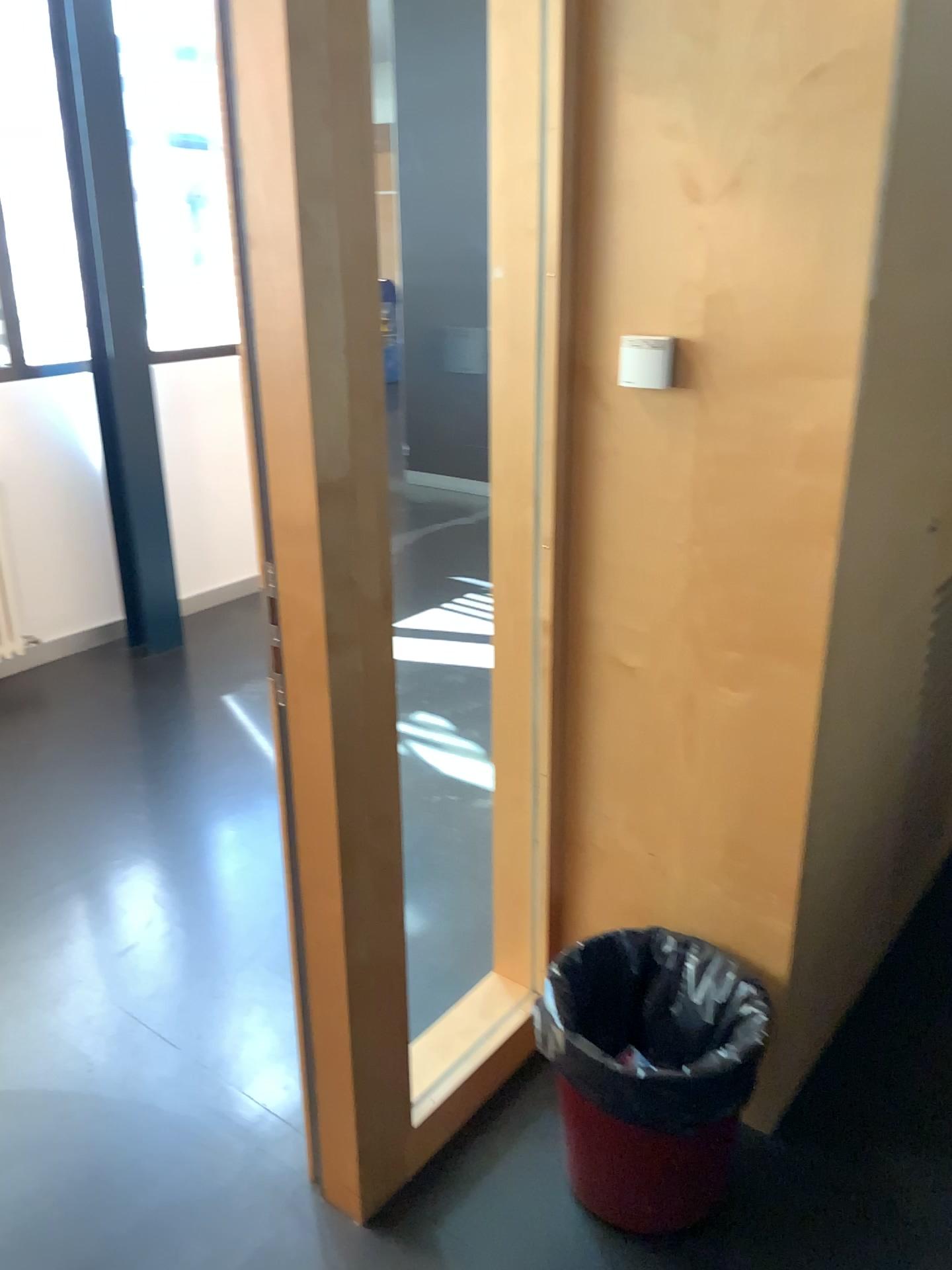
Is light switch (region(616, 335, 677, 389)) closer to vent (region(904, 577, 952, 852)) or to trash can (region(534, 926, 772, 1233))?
vent (region(904, 577, 952, 852))

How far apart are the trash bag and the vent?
0.47m

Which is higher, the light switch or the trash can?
the light switch

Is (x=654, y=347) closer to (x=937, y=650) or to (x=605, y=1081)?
(x=937, y=650)

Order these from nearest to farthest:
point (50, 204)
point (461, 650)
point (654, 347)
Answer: point (654, 347), point (461, 650), point (50, 204)

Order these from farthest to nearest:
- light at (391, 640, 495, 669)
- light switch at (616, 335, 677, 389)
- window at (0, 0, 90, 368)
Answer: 1. window at (0, 0, 90, 368)
2. light at (391, 640, 495, 669)
3. light switch at (616, 335, 677, 389)

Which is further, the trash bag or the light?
the light

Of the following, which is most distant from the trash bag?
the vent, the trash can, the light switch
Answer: the light switch

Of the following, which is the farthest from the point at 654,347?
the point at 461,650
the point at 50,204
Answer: the point at 50,204

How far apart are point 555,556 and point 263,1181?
1.21m
